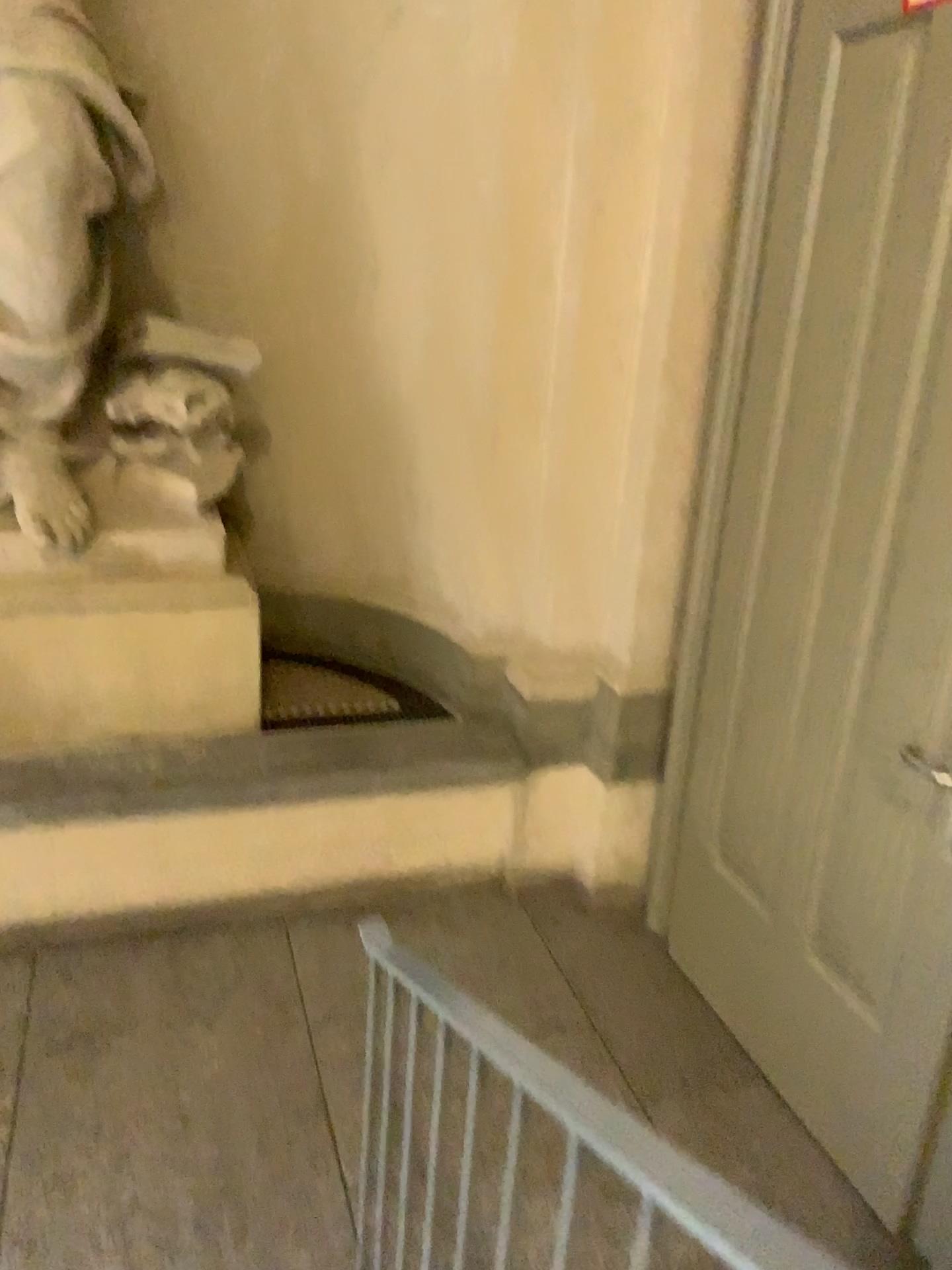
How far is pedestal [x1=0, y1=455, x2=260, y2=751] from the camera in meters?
3.0

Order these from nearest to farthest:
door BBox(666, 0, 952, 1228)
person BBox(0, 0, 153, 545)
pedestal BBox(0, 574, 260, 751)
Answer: door BBox(666, 0, 952, 1228), person BBox(0, 0, 153, 545), pedestal BBox(0, 574, 260, 751)

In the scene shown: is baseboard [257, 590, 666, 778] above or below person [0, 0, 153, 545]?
below

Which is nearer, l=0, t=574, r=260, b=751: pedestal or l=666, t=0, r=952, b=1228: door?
l=666, t=0, r=952, b=1228: door

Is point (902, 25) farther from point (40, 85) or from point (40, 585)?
point (40, 585)

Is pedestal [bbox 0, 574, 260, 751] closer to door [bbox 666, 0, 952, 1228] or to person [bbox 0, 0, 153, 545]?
person [bbox 0, 0, 153, 545]

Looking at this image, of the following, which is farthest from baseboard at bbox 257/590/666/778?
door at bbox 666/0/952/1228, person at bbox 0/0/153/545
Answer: person at bbox 0/0/153/545

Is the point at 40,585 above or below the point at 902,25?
below

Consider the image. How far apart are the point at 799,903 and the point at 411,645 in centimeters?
169cm

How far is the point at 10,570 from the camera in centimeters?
301cm
